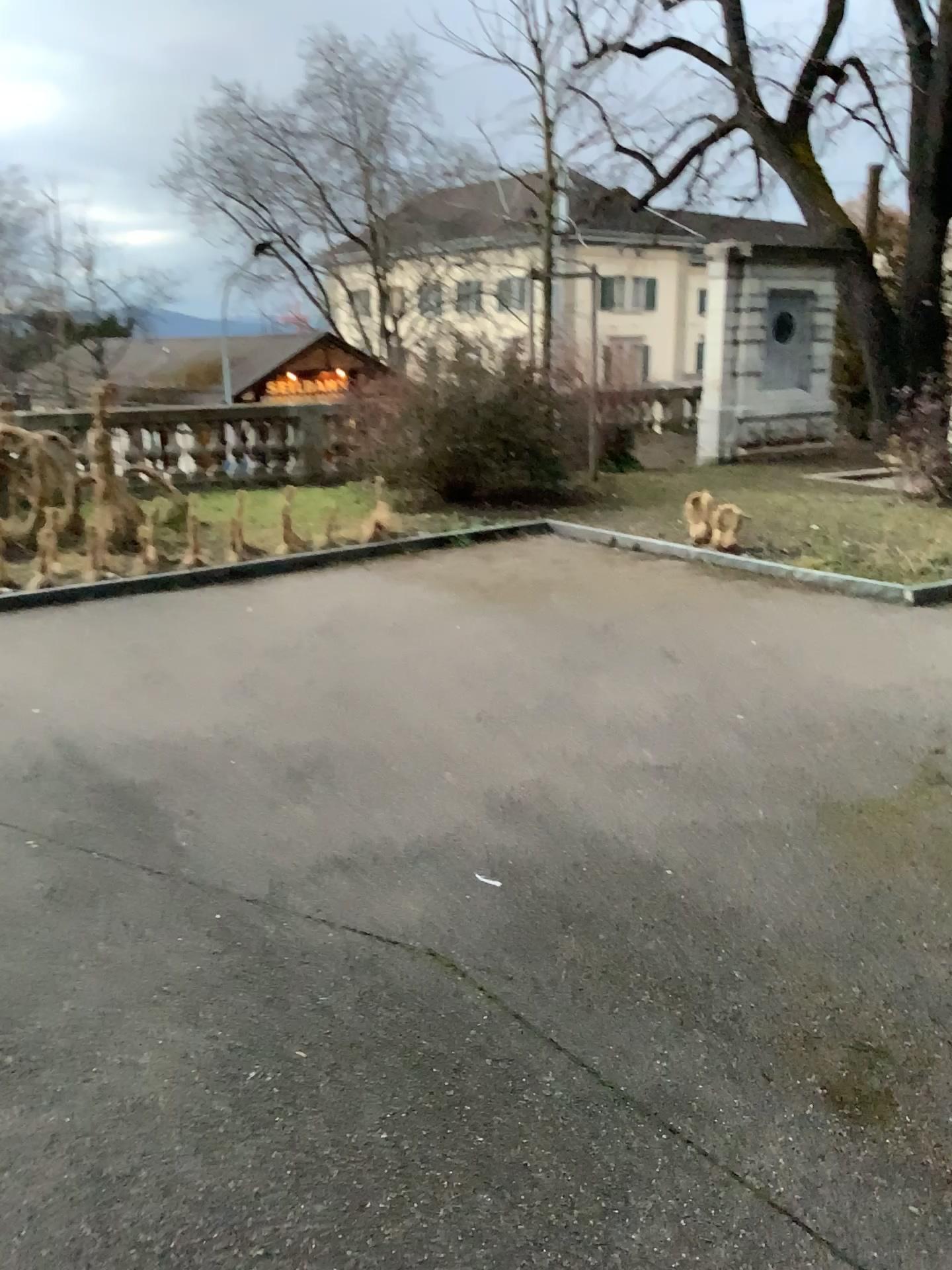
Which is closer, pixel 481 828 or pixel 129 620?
Answer: pixel 481 828
